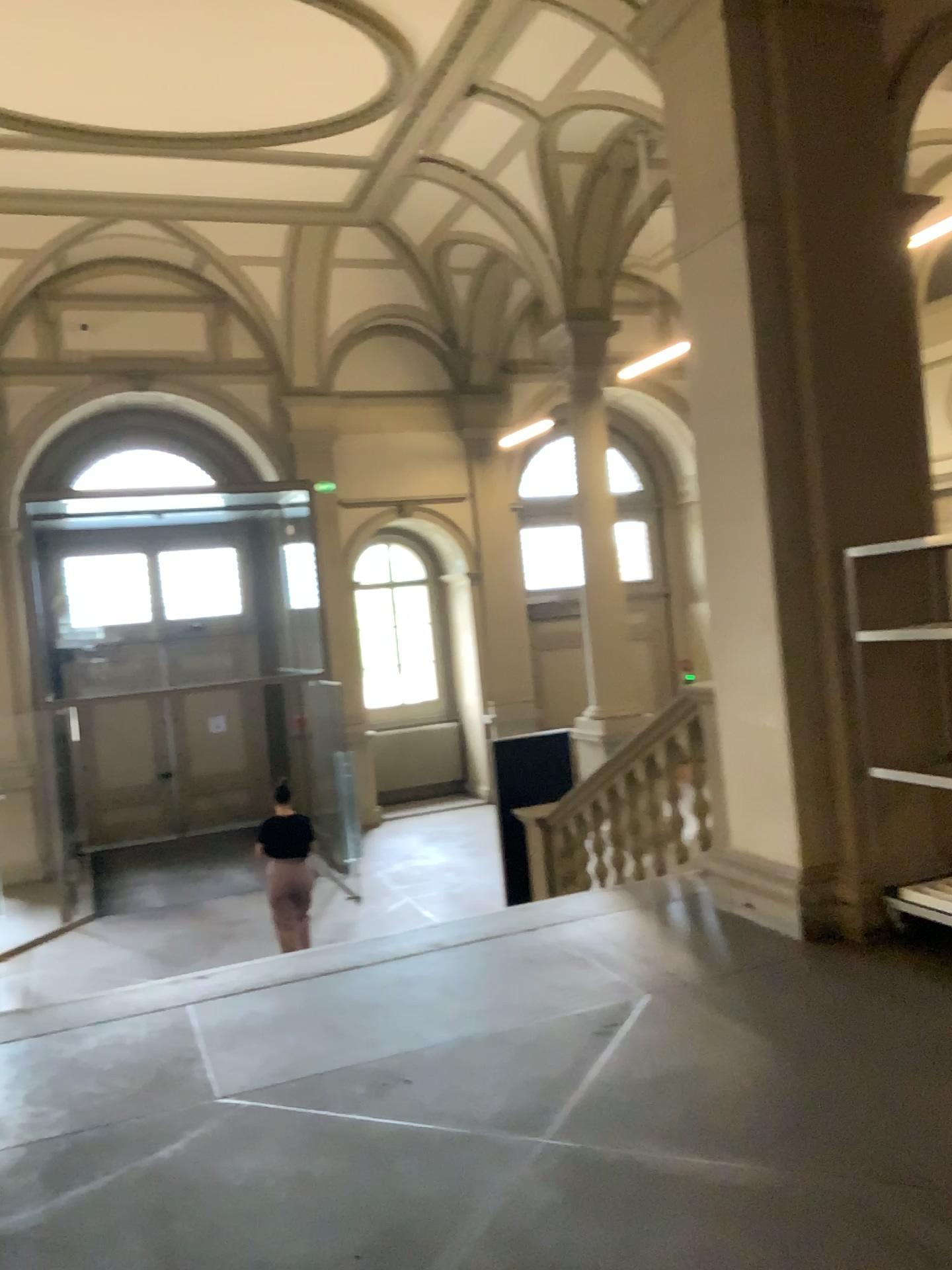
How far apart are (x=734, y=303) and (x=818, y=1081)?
3.2m
